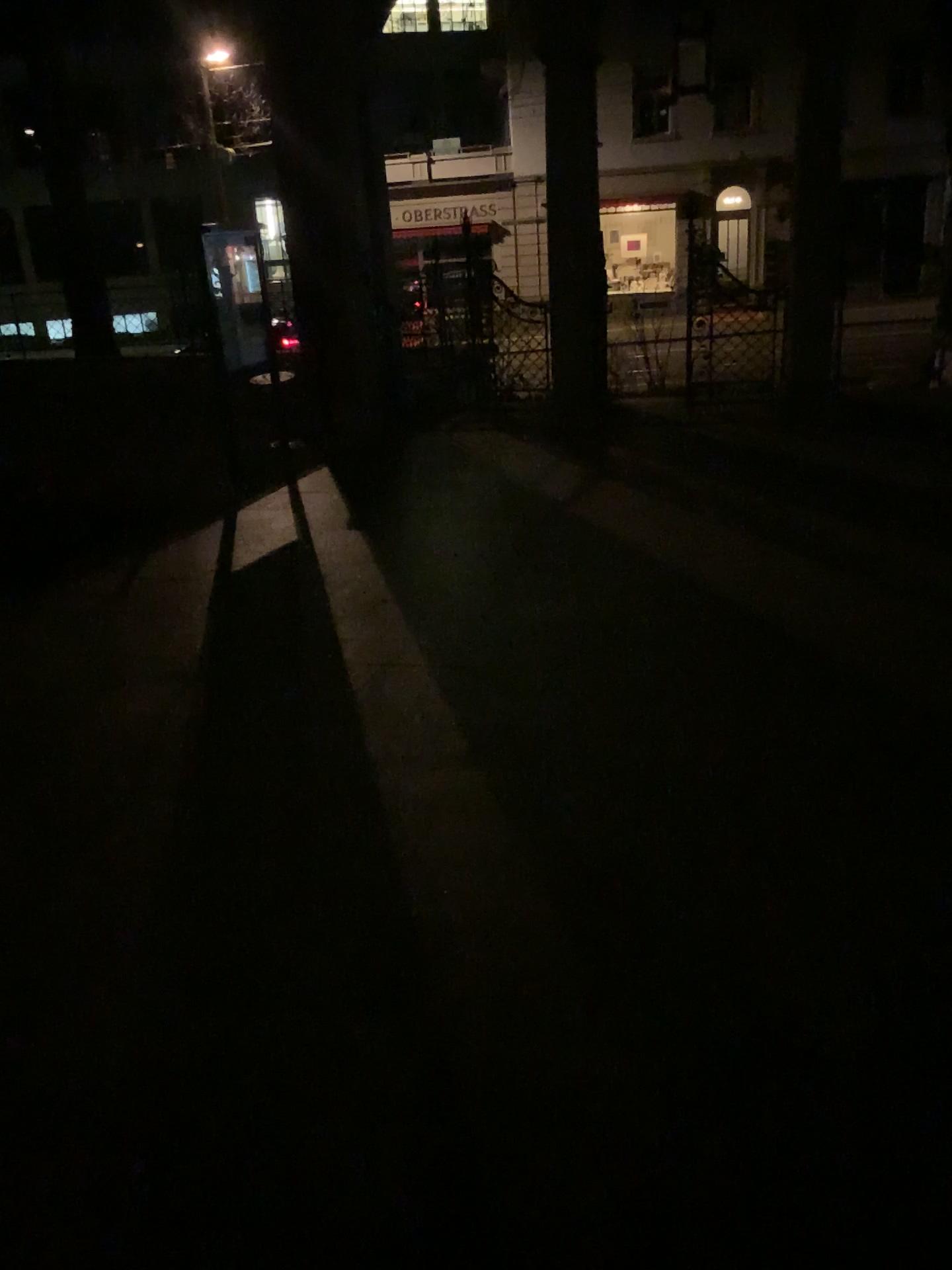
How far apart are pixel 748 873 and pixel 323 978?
1.1m
